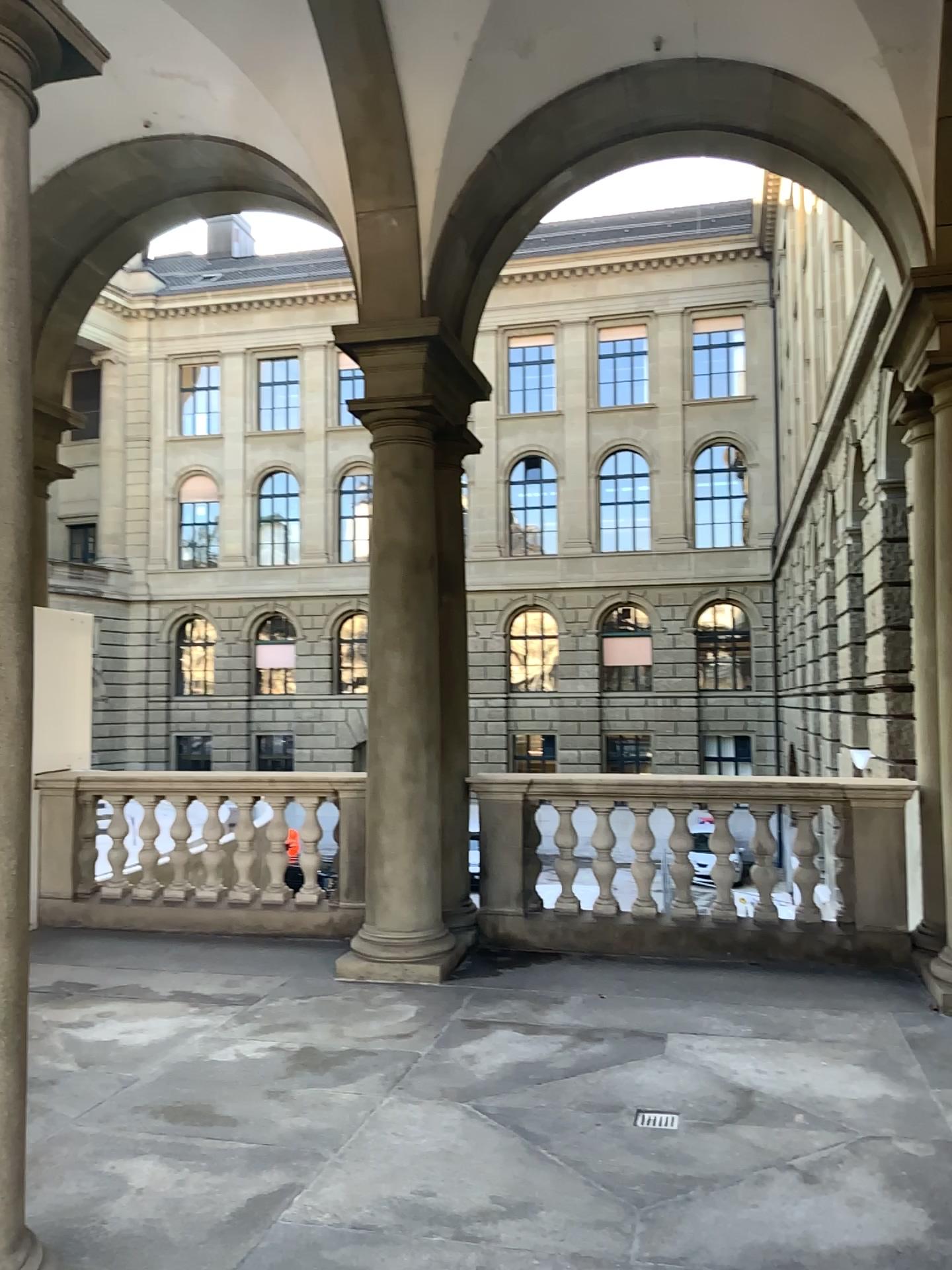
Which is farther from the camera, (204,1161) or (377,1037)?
(377,1037)
